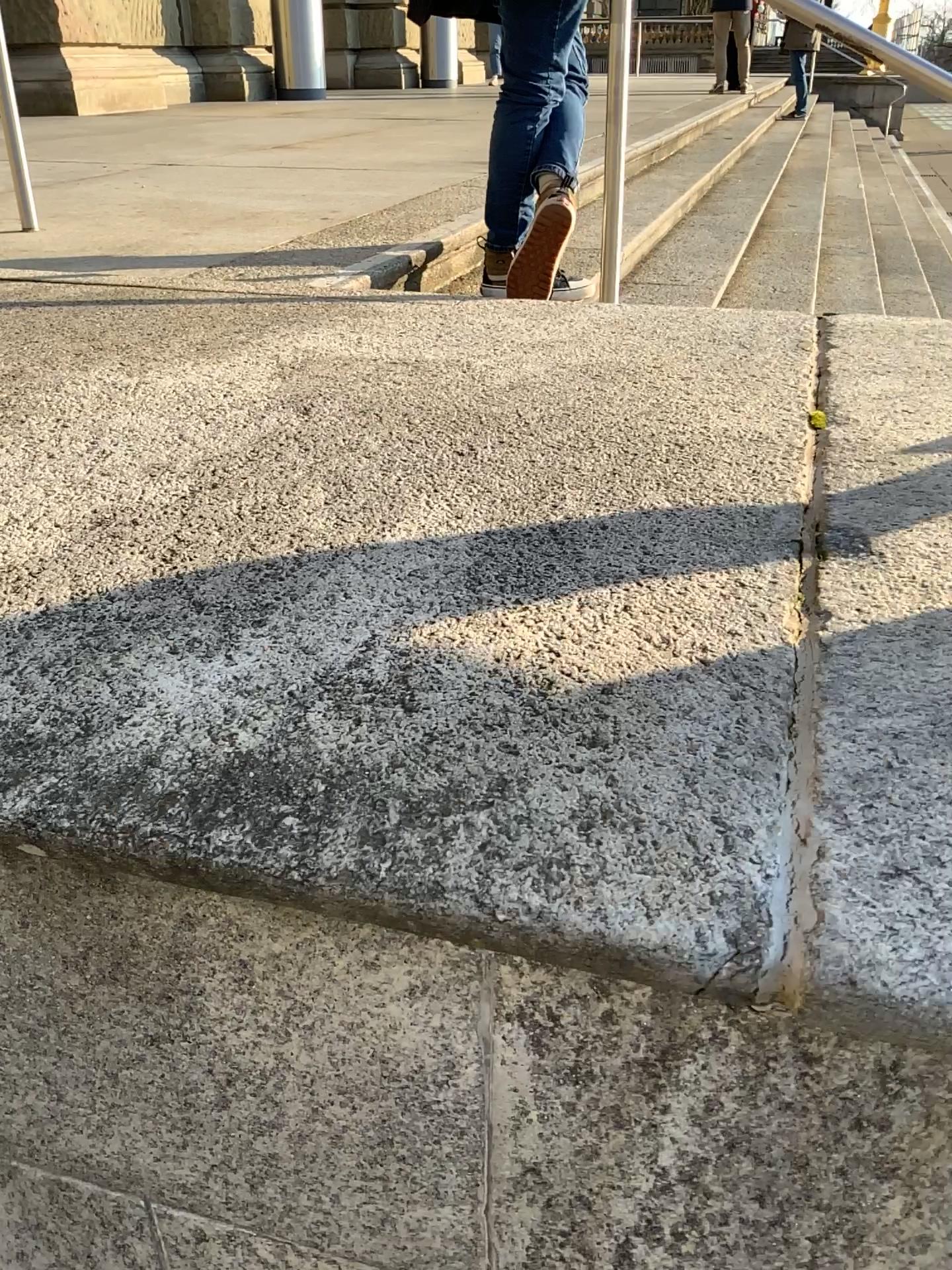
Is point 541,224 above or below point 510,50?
below

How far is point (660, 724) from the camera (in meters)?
0.64
